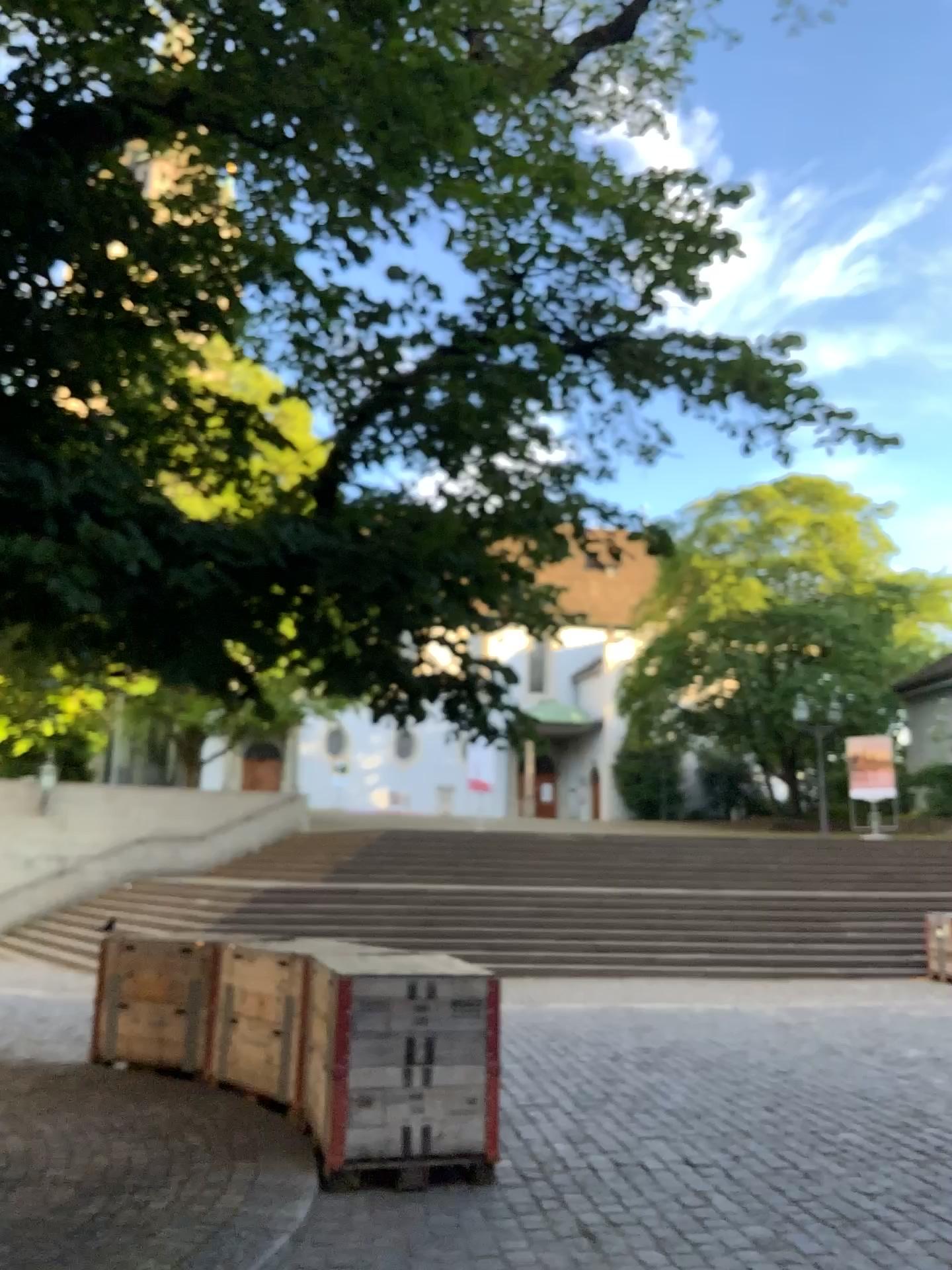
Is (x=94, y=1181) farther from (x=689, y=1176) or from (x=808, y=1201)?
(x=808, y=1201)
